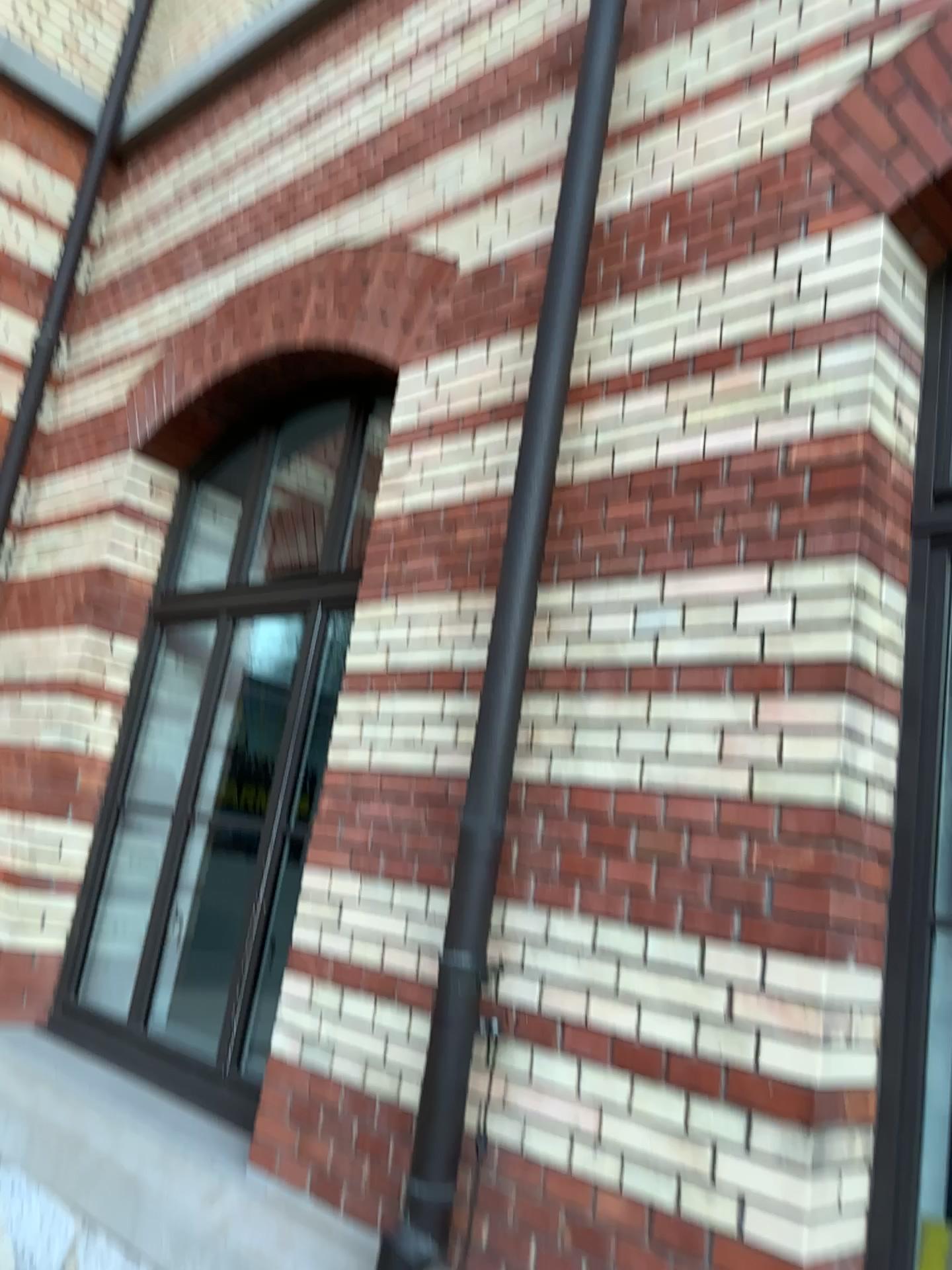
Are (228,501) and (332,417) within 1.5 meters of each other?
yes

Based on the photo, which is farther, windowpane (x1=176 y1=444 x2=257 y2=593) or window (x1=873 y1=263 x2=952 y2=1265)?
windowpane (x1=176 y1=444 x2=257 y2=593)

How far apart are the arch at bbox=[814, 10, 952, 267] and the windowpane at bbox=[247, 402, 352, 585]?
2.1m

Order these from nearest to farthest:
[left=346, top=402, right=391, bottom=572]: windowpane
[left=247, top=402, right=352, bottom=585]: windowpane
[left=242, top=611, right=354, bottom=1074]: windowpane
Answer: [left=242, top=611, right=354, bottom=1074]: windowpane
[left=346, top=402, right=391, bottom=572]: windowpane
[left=247, top=402, right=352, bottom=585]: windowpane

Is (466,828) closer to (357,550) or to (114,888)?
(357,550)

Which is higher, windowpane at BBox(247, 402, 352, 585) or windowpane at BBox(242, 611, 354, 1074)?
windowpane at BBox(247, 402, 352, 585)

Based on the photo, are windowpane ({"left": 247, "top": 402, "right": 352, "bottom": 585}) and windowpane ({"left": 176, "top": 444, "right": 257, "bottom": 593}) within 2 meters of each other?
yes

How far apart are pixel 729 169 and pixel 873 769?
1.6 meters

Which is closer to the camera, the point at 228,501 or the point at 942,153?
the point at 942,153

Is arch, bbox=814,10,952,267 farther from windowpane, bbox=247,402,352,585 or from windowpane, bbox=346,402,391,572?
windowpane, bbox=247,402,352,585
